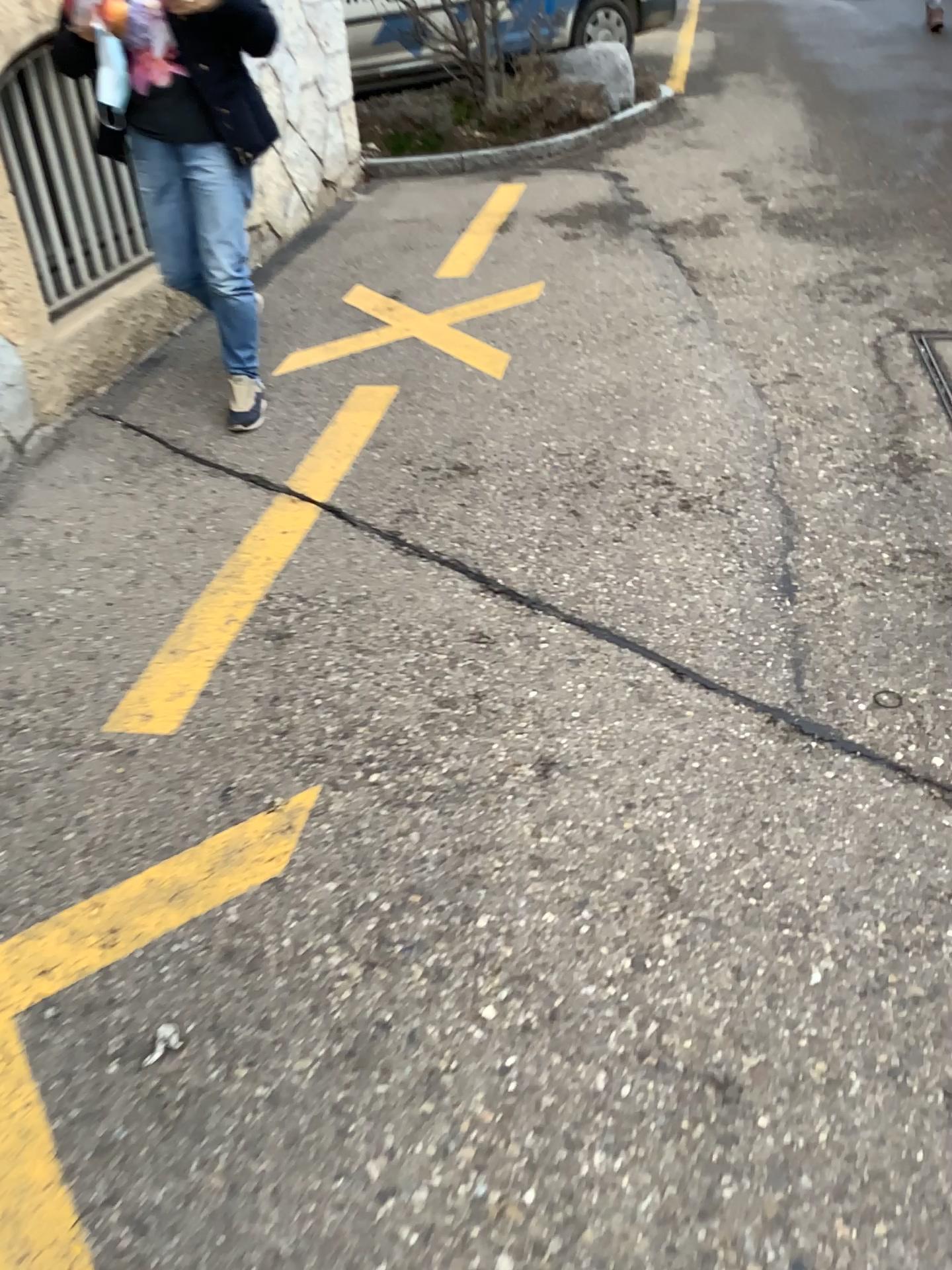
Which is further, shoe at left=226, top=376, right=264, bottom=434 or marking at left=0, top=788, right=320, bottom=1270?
shoe at left=226, top=376, right=264, bottom=434

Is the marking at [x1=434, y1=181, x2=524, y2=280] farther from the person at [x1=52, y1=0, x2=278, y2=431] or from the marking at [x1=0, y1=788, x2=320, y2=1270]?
the marking at [x1=0, y1=788, x2=320, y2=1270]

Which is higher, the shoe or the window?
the window

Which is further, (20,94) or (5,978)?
(20,94)

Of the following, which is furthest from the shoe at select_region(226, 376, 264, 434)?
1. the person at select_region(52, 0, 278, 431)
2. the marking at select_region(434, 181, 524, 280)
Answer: the marking at select_region(434, 181, 524, 280)

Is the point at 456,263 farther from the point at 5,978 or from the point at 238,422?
the point at 5,978

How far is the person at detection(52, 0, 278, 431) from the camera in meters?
2.8

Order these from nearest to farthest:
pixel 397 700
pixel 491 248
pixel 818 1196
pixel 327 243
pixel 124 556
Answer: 1. pixel 818 1196
2. pixel 397 700
3. pixel 124 556
4. pixel 491 248
5. pixel 327 243

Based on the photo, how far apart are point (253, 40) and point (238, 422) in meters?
1.0

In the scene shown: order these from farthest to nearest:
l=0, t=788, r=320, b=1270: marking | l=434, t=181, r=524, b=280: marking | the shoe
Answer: l=434, t=181, r=524, b=280: marking < the shoe < l=0, t=788, r=320, b=1270: marking
